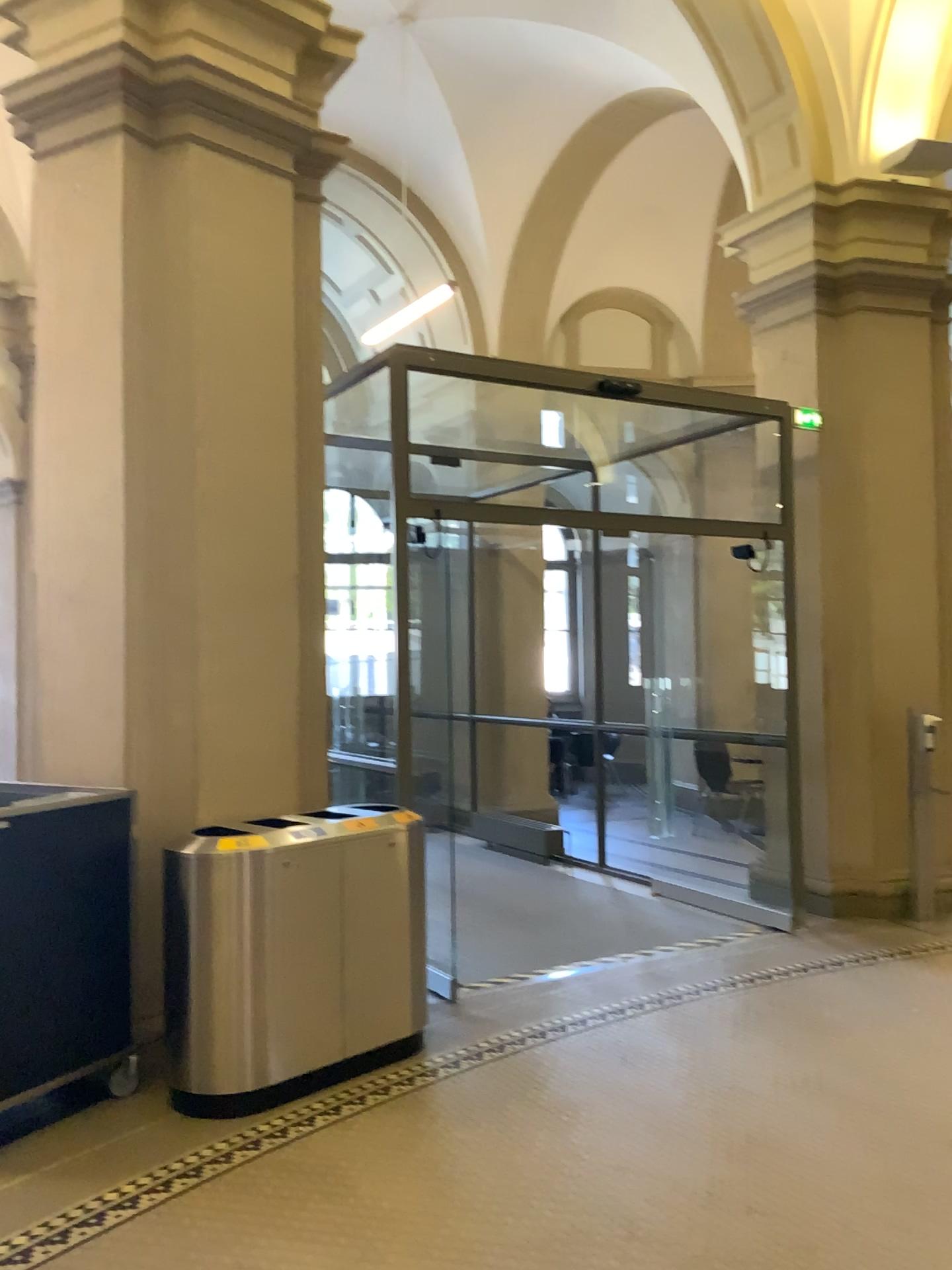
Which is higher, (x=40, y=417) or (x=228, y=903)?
(x=40, y=417)

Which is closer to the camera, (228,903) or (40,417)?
(228,903)

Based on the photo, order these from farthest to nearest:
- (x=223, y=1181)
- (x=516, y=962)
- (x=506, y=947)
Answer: (x=506, y=947), (x=516, y=962), (x=223, y=1181)

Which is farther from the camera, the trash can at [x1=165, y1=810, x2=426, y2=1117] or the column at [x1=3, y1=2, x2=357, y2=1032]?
the column at [x1=3, y1=2, x2=357, y2=1032]
